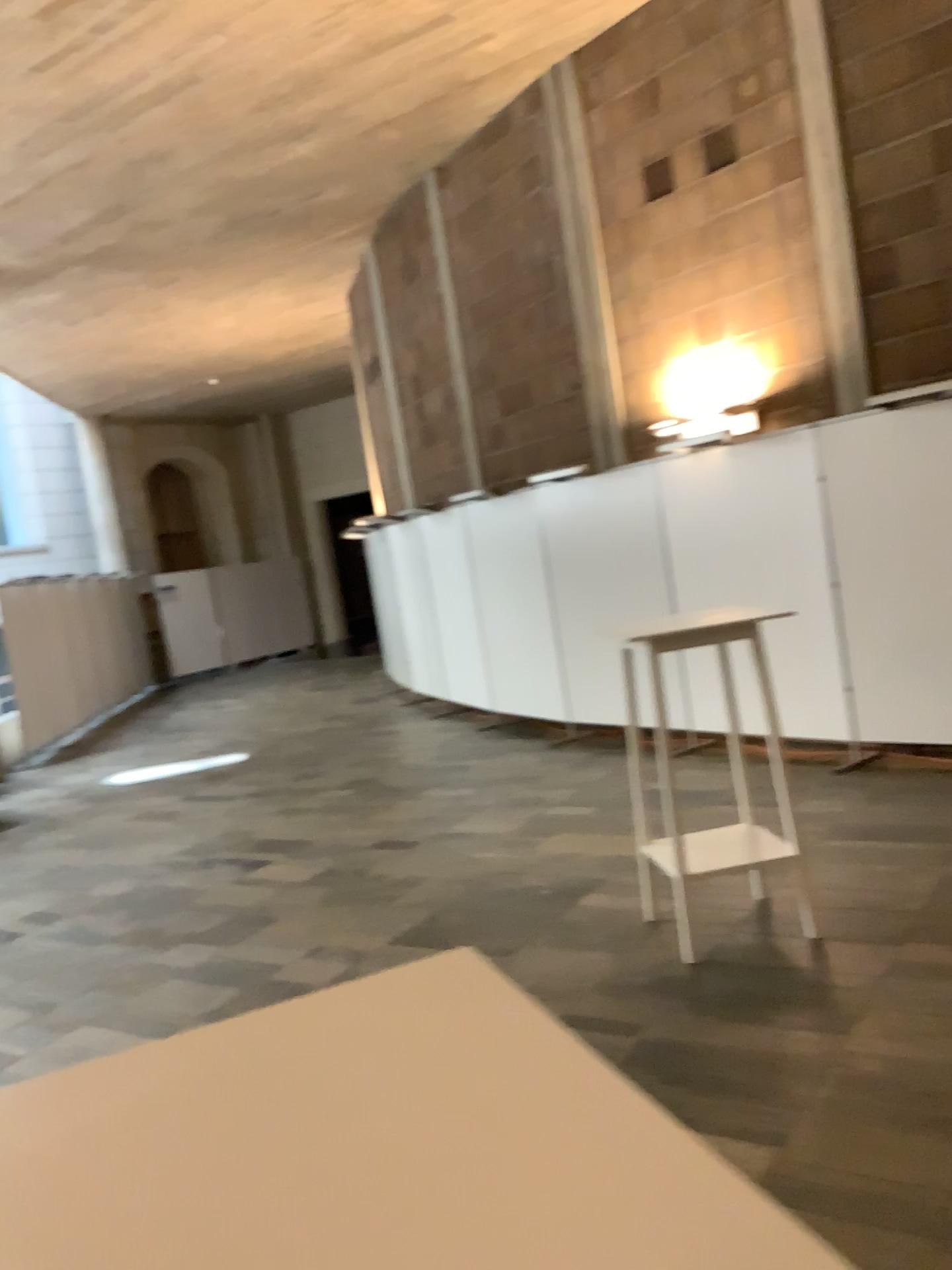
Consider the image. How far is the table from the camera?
0.6m

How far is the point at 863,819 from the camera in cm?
500

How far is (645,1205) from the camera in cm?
63
